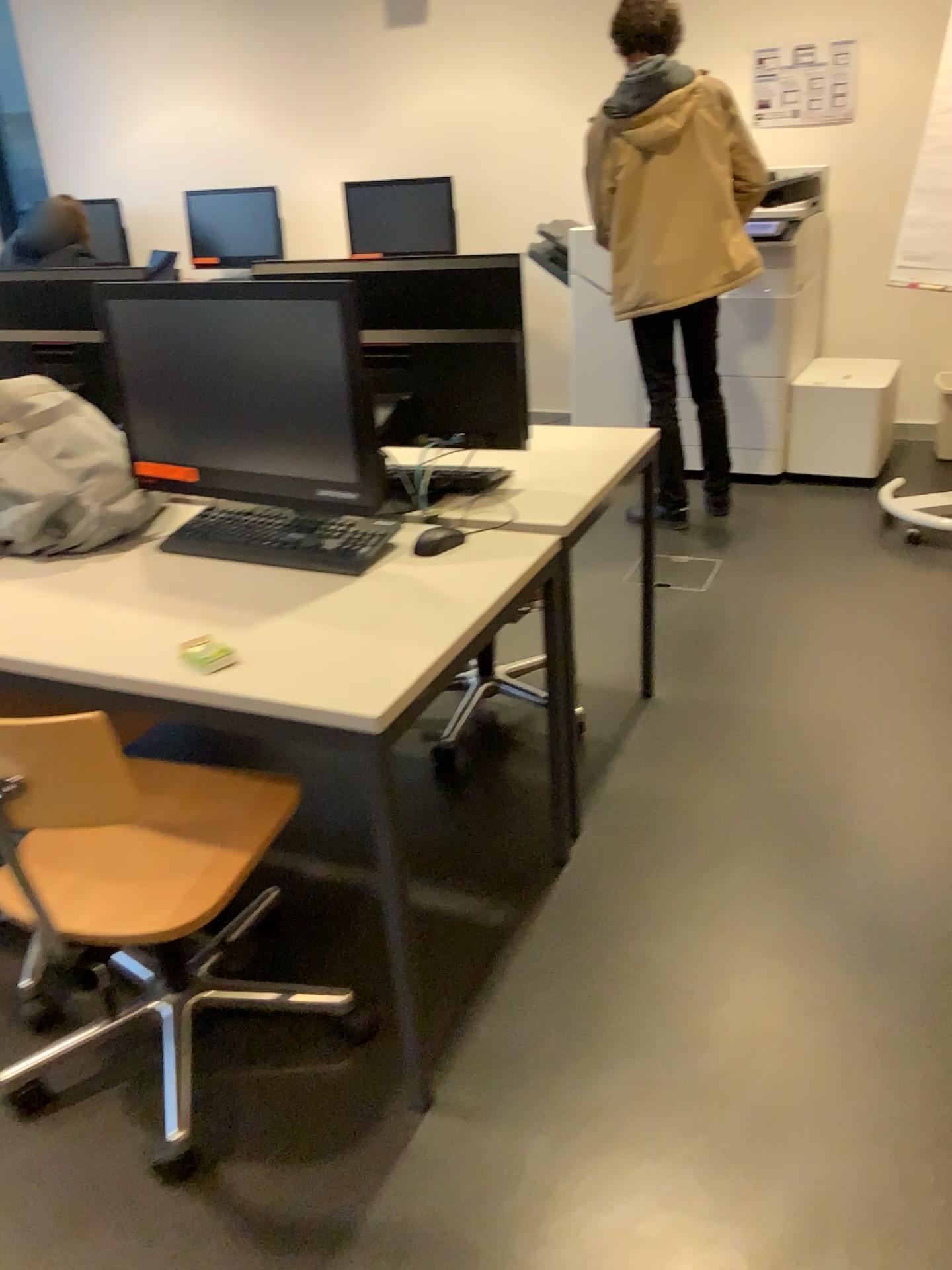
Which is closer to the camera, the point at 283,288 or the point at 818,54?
the point at 283,288

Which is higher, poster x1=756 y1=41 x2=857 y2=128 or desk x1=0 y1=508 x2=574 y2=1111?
poster x1=756 y1=41 x2=857 y2=128

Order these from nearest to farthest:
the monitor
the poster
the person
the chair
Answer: the chair < the monitor < the person < the poster

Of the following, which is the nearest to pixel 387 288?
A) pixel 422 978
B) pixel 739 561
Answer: pixel 422 978

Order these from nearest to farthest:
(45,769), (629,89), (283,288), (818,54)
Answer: (45,769), (283,288), (629,89), (818,54)

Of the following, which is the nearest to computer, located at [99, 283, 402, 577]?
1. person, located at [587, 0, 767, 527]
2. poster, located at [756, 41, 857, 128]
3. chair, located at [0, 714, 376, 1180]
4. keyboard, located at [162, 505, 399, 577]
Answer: keyboard, located at [162, 505, 399, 577]

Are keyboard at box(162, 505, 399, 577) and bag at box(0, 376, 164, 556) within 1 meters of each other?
yes

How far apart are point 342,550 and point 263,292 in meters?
0.5 m

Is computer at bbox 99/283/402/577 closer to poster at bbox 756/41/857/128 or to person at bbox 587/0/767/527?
person at bbox 587/0/767/527

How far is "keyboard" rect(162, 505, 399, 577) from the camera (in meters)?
1.90
